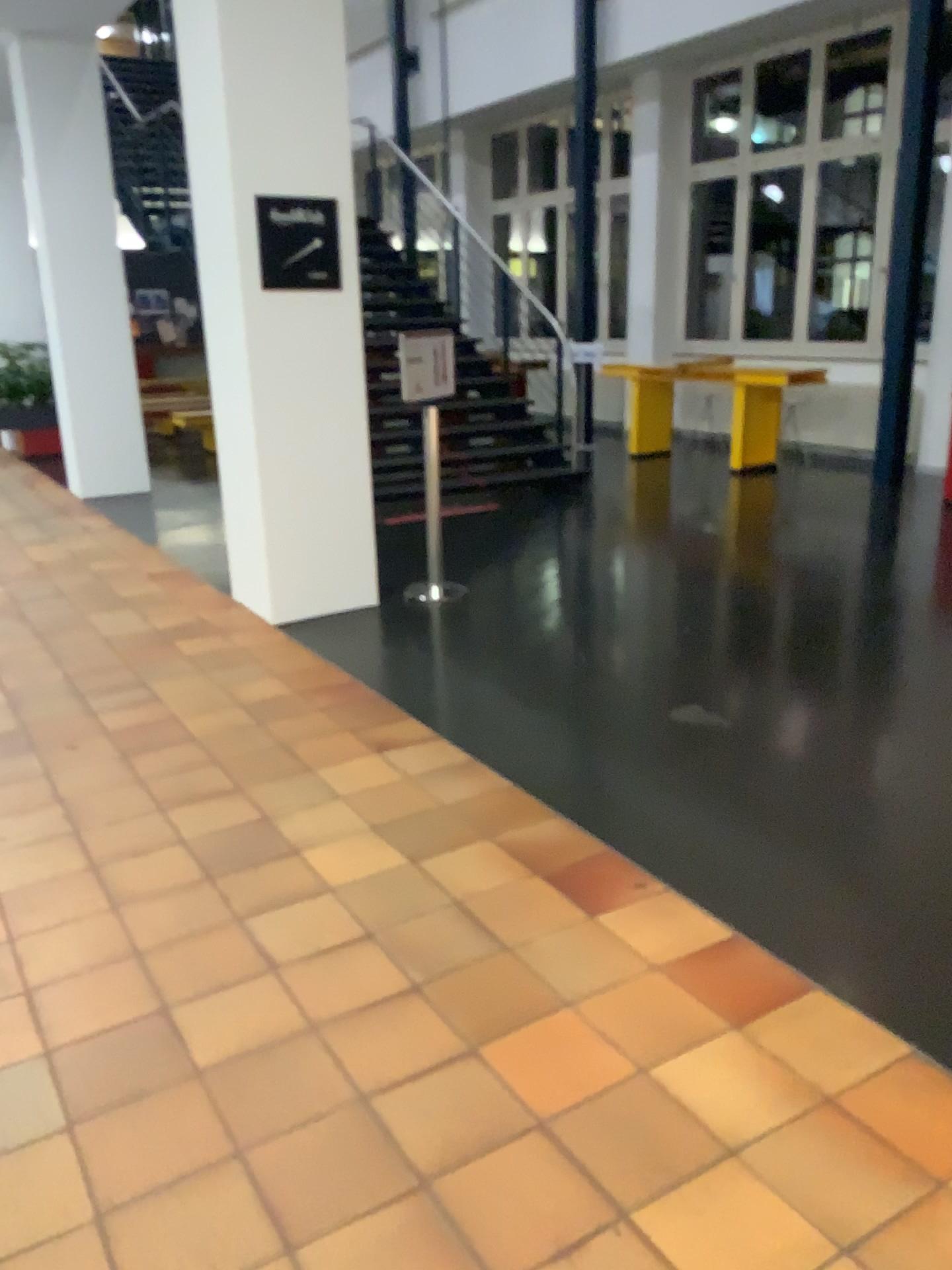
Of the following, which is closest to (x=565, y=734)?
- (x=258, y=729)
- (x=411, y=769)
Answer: (x=411, y=769)
